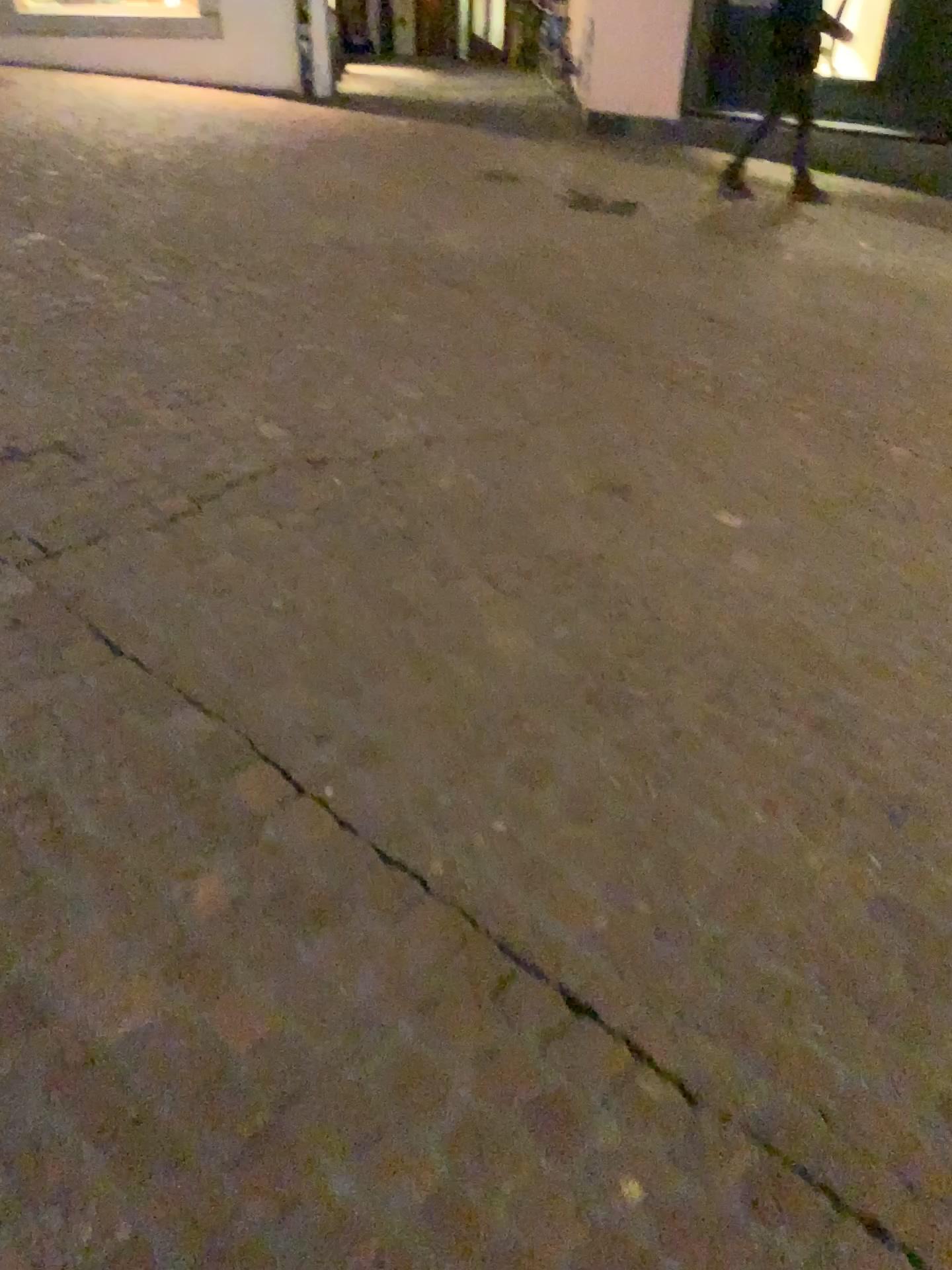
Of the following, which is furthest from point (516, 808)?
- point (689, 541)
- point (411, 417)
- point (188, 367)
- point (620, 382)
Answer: point (620, 382)
